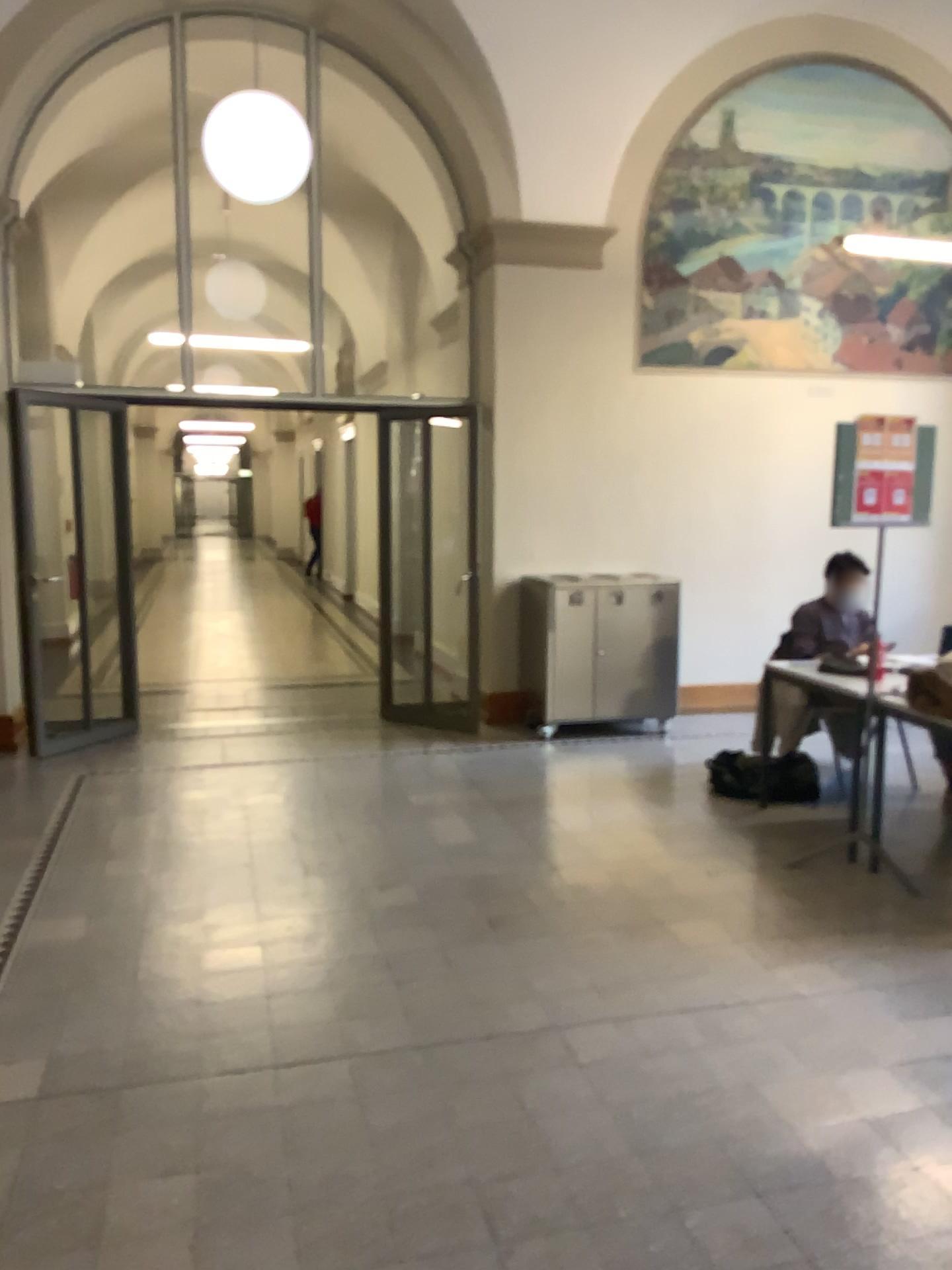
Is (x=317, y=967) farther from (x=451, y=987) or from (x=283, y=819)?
(x=283, y=819)
